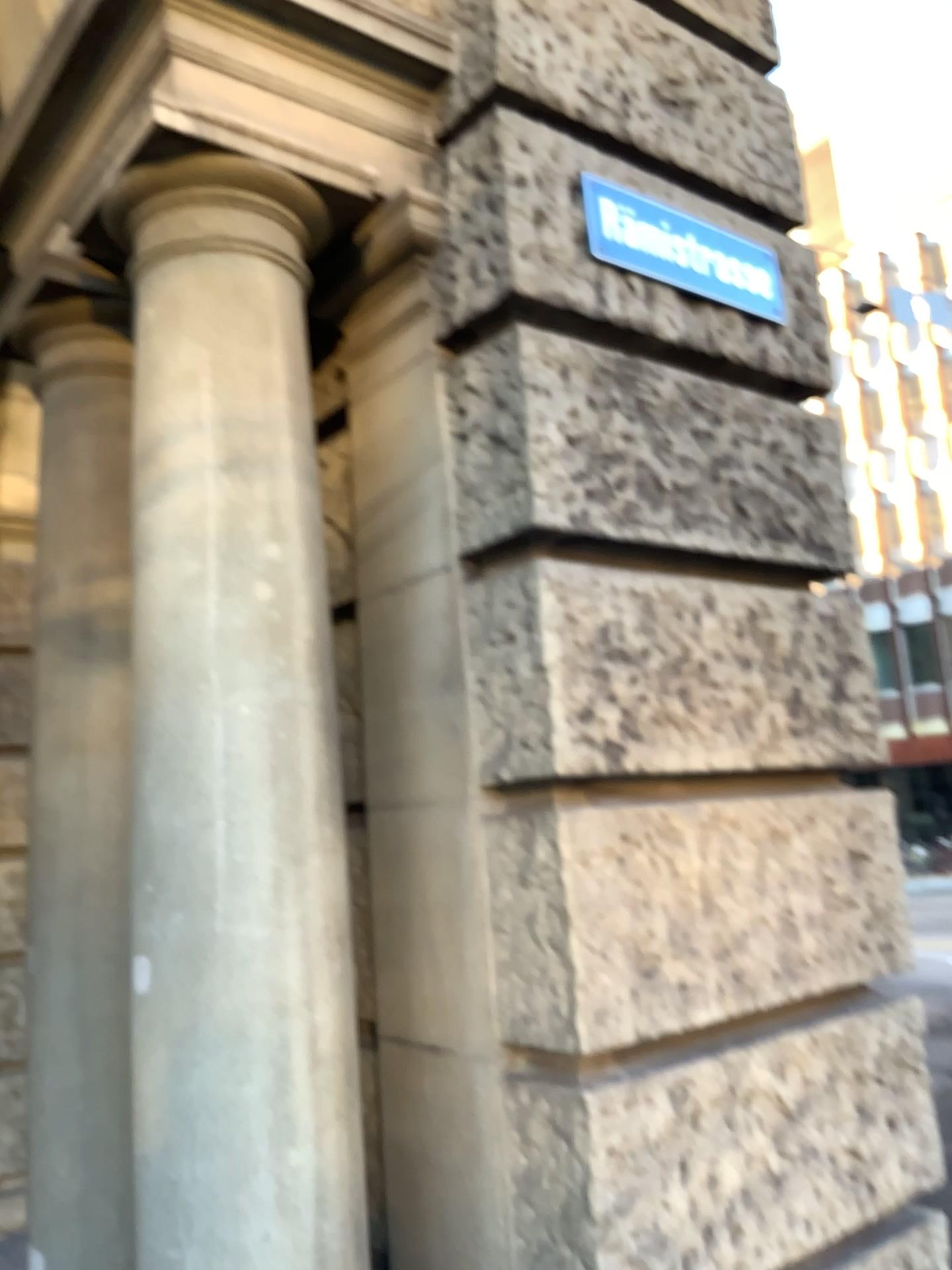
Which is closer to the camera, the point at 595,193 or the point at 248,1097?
the point at 248,1097

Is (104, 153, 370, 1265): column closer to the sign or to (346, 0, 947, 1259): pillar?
(346, 0, 947, 1259): pillar

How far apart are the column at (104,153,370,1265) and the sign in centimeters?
65cm

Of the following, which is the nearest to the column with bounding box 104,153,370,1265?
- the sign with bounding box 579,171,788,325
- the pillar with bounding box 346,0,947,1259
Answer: the pillar with bounding box 346,0,947,1259

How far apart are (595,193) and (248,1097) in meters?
2.0

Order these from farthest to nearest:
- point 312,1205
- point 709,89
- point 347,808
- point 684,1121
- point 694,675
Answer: point 709,89 → point 347,808 → point 694,675 → point 684,1121 → point 312,1205

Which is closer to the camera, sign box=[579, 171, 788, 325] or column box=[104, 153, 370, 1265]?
column box=[104, 153, 370, 1265]

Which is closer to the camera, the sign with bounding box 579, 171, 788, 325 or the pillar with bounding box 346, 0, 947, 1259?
the pillar with bounding box 346, 0, 947, 1259

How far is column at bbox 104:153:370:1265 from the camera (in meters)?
1.84

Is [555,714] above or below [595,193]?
below
